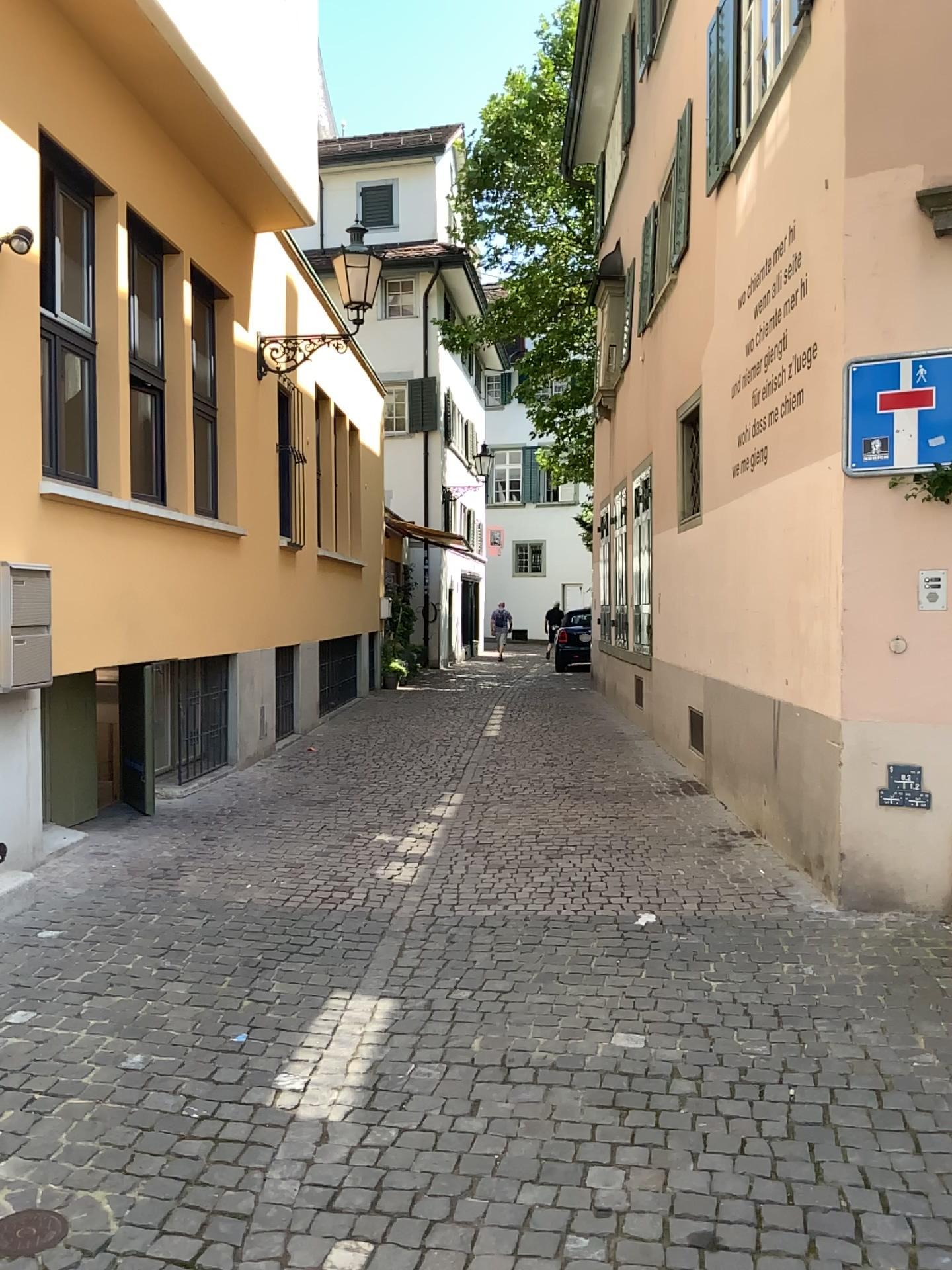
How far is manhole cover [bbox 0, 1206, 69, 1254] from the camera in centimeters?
243cm

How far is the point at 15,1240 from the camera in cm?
243

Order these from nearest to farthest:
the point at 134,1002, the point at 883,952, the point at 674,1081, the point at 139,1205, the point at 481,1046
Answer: the point at 139,1205 < the point at 674,1081 < the point at 481,1046 < the point at 134,1002 < the point at 883,952
